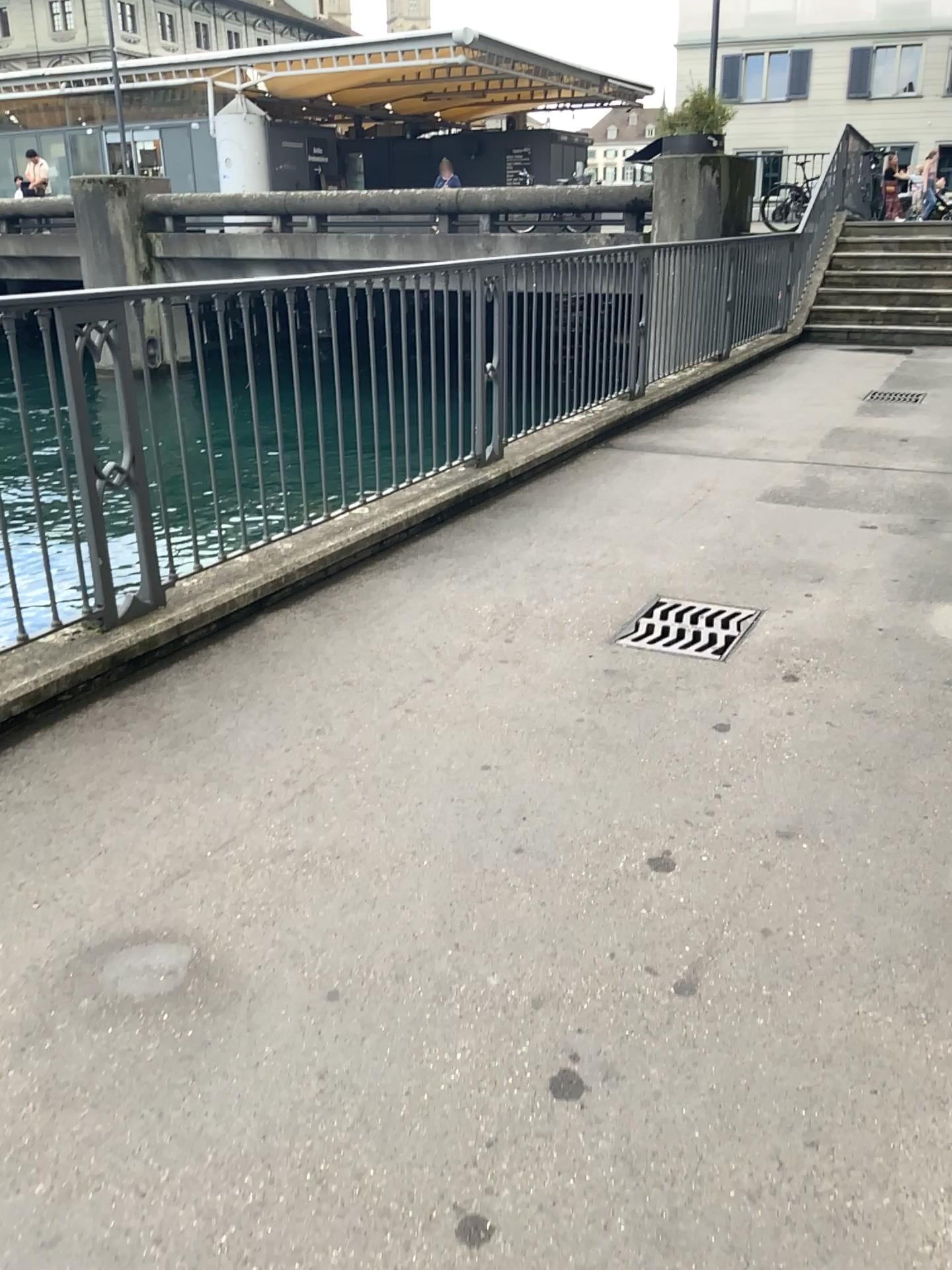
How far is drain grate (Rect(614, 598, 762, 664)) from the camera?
3.56m

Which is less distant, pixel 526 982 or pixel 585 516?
pixel 526 982

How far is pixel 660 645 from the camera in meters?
3.6

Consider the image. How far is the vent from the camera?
3.6 meters

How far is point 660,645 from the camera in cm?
356
